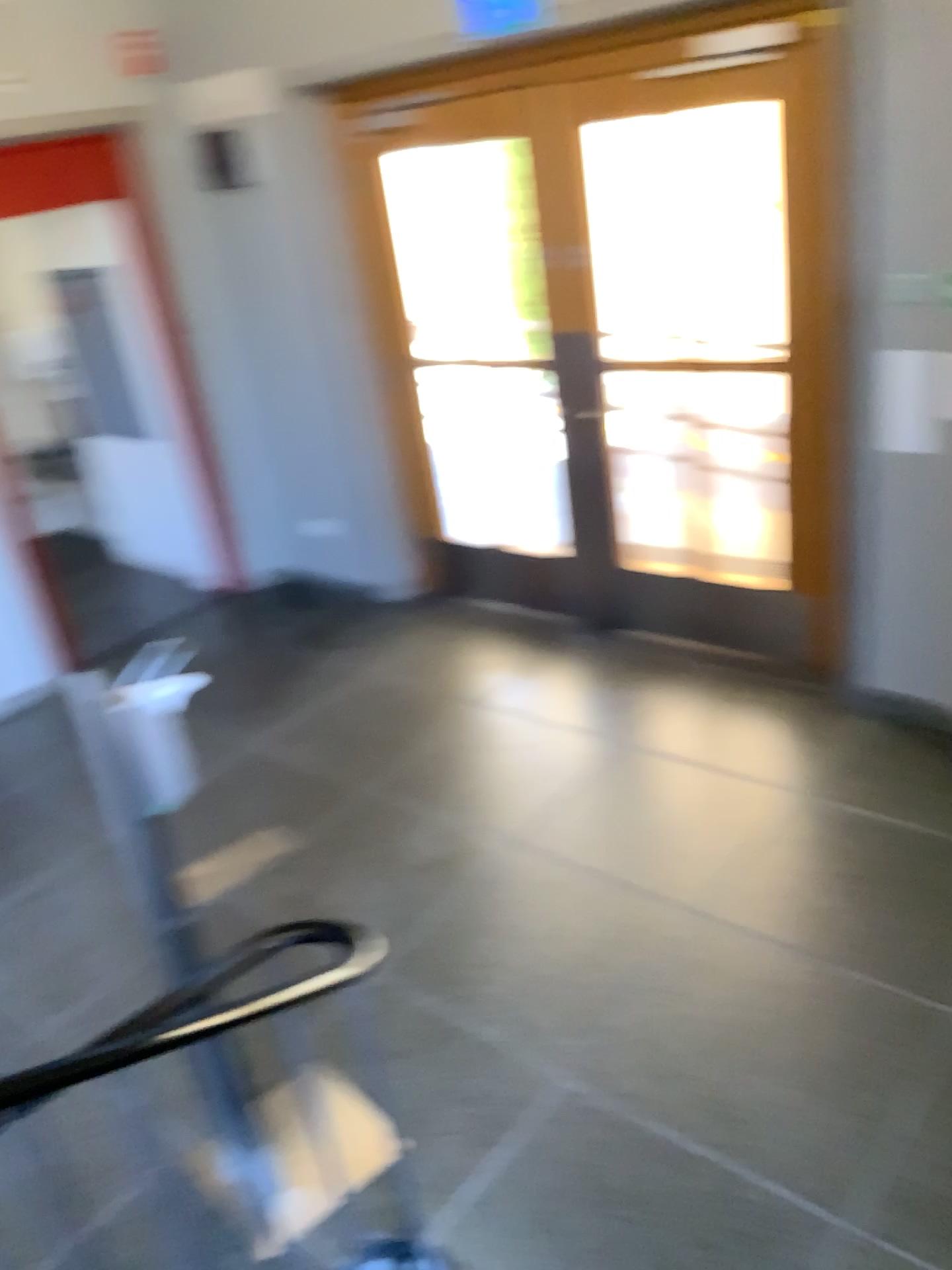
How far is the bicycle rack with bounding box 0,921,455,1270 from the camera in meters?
2.9 m

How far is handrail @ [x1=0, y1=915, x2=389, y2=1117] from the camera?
2.9m

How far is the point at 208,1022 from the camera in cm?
290

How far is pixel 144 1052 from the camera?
2.9 meters

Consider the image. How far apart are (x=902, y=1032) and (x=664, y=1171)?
0.7 meters
